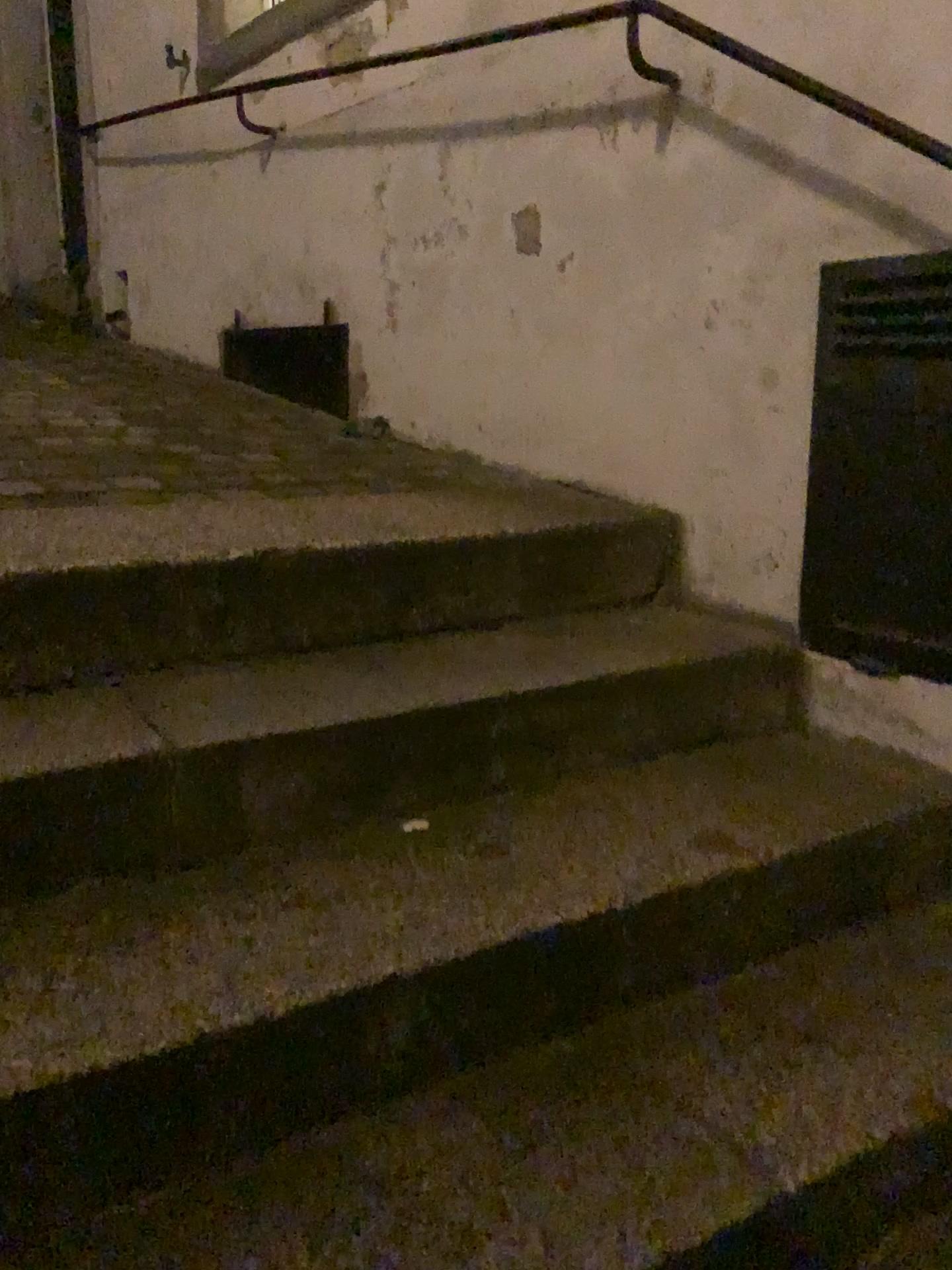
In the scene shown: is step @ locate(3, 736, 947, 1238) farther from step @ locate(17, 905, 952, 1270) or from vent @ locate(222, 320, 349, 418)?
vent @ locate(222, 320, 349, 418)

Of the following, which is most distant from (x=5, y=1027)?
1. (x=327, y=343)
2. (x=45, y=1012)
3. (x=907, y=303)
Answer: (x=327, y=343)

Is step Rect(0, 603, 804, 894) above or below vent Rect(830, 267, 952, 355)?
below

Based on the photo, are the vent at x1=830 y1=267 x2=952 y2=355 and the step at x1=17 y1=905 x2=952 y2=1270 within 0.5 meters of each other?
no

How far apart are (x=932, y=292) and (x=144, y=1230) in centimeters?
149cm

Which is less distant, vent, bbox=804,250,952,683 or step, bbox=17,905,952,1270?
step, bbox=17,905,952,1270

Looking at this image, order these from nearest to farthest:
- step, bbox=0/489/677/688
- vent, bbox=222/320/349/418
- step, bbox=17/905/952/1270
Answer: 1. step, bbox=17/905/952/1270
2. step, bbox=0/489/677/688
3. vent, bbox=222/320/349/418

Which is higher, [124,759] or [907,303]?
[907,303]

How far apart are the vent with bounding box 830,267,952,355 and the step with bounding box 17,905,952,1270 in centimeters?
85cm

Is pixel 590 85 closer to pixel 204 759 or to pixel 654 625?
pixel 654 625
